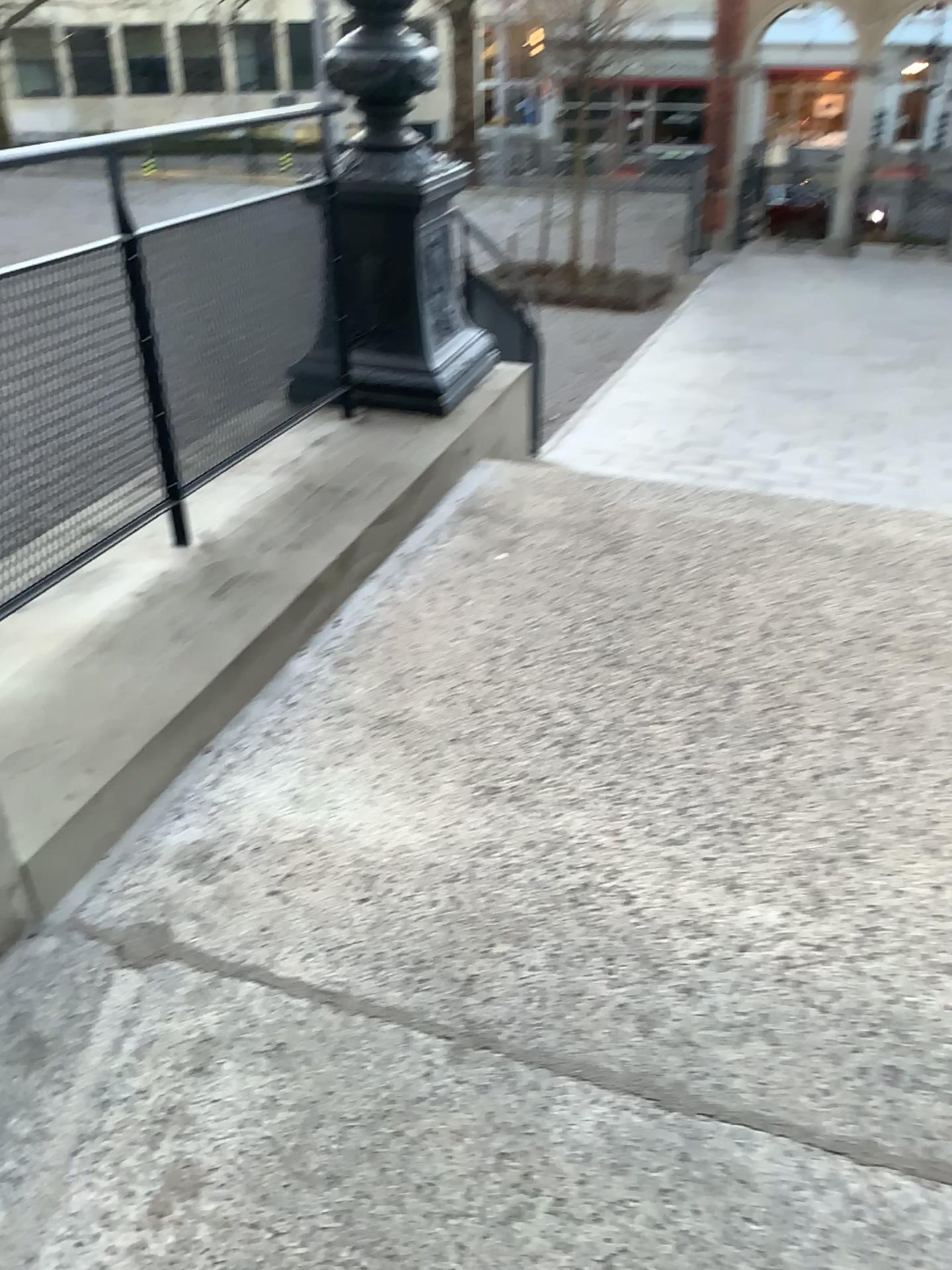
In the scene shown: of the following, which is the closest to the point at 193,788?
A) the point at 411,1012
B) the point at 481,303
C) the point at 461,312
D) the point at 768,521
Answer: the point at 411,1012
